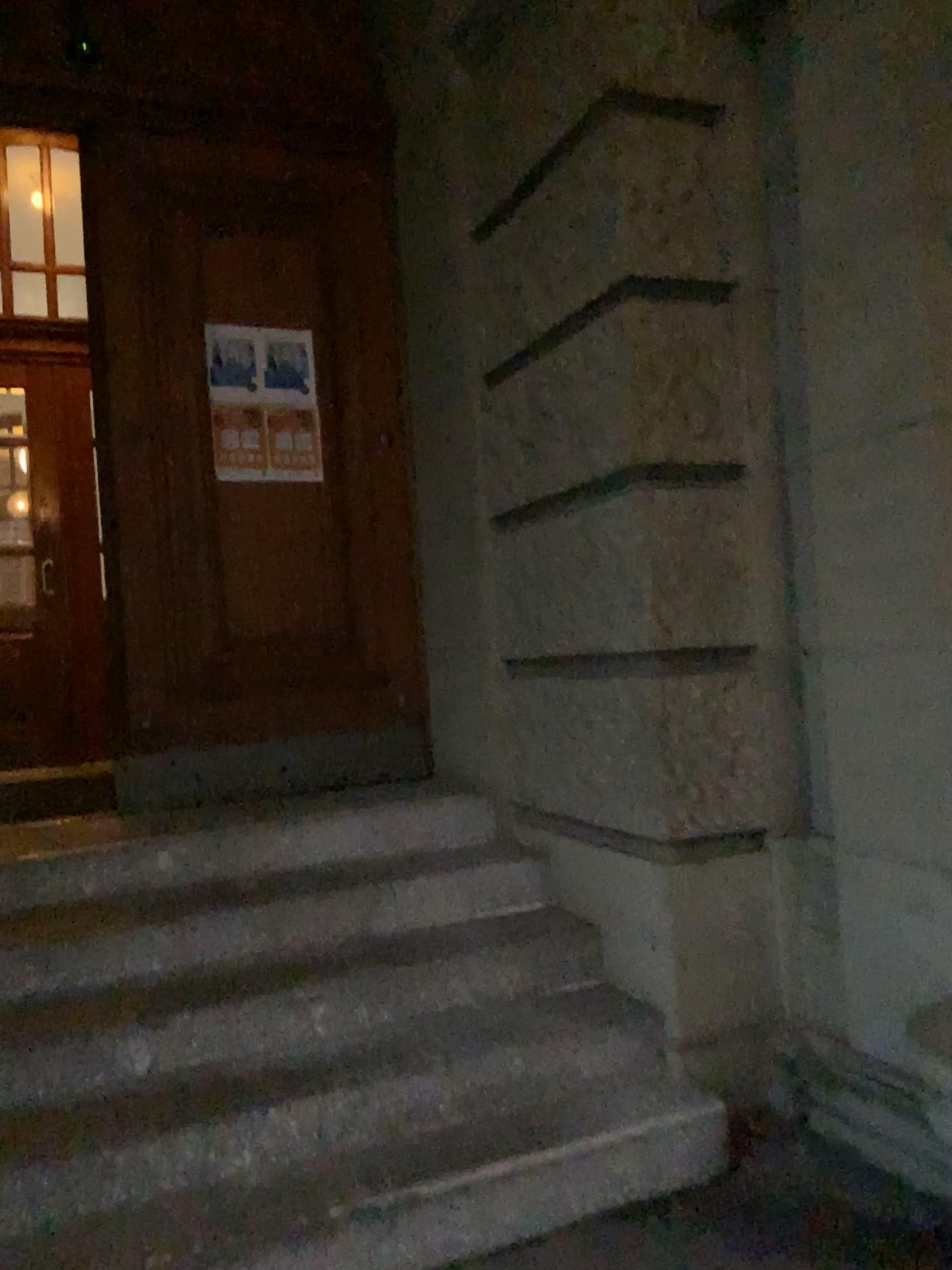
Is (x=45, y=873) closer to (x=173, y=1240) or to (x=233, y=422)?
(x=173, y=1240)

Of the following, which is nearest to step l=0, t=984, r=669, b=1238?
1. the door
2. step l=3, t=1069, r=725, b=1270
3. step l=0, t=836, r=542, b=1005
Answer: step l=3, t=1069, r=725, b=1270

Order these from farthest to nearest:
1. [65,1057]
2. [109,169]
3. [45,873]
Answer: [109,169] < [45,873] < [65,1057]

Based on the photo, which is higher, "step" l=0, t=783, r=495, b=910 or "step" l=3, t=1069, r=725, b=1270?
"step" l=0, t=783, r=495, b=910

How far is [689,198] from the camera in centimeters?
293cm

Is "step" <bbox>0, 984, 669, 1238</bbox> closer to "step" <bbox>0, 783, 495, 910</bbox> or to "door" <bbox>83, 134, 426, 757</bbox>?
"step" <bbox>0, 783, 495, 910</bbox>

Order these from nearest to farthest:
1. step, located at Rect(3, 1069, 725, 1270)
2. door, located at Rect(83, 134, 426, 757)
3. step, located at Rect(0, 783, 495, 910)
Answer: step, located at Rect(3, 1069, 725, 1270) → step, located at Rect(0, 783, 495, 910) → door, located at Rect(83, 134, 426, 757)

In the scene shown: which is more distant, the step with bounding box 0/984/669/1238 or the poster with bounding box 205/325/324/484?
A: the poster with bounding box 205/325/324/484

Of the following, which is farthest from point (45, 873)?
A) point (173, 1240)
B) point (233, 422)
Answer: point (233, 422)

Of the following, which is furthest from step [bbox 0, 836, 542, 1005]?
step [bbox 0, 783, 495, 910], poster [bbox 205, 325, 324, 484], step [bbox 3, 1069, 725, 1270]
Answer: poster [bbox 205, 325, 324, 484]
